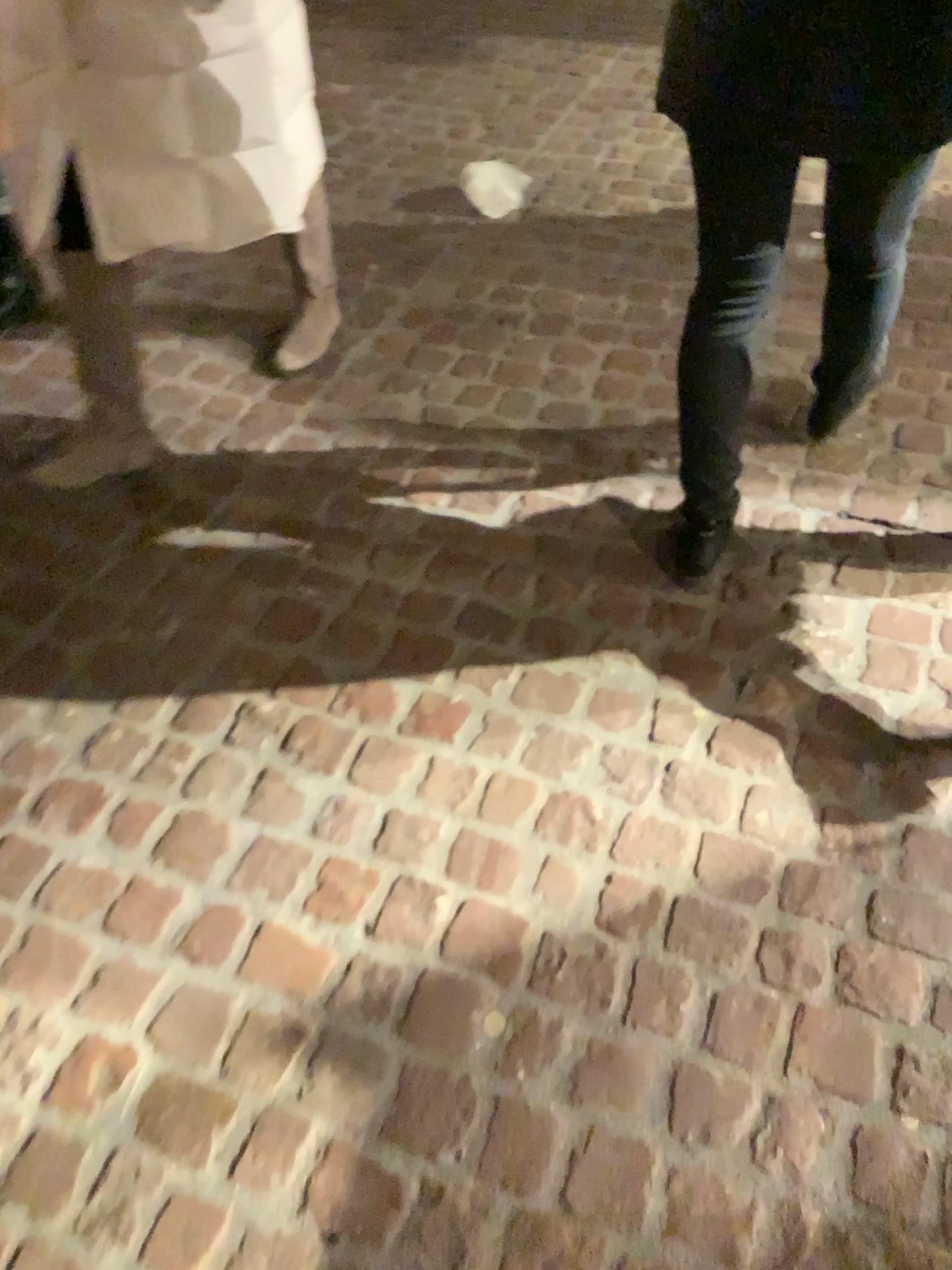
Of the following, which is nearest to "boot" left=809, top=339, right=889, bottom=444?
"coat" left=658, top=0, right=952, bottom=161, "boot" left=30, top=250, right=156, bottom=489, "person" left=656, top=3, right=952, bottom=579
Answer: "person" left=656, top=3, right=952, bottom=579

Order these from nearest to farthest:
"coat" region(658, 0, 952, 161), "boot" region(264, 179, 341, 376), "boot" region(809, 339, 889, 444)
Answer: "coat" region(658, 0, 952, 161) → "boot" region(809, 339, 889, 444) → "boot" region(264, 179, 341, 376)

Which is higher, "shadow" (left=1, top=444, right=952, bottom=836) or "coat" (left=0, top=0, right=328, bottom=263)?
"coat" (left=0, top=0, right=328, bottom=263)

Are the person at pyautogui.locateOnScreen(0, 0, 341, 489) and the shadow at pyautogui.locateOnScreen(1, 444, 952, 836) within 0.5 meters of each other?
yes

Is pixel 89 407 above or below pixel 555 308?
above

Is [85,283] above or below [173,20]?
below

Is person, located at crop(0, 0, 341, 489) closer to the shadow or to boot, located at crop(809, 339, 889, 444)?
the shadow

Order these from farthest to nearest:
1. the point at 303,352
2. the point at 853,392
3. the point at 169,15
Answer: the point at 303,352
the point at 853,392
the point at 169,15

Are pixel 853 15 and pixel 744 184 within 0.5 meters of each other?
yes

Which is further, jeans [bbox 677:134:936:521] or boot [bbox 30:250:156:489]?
boot [bbox 30:250:156:489]
